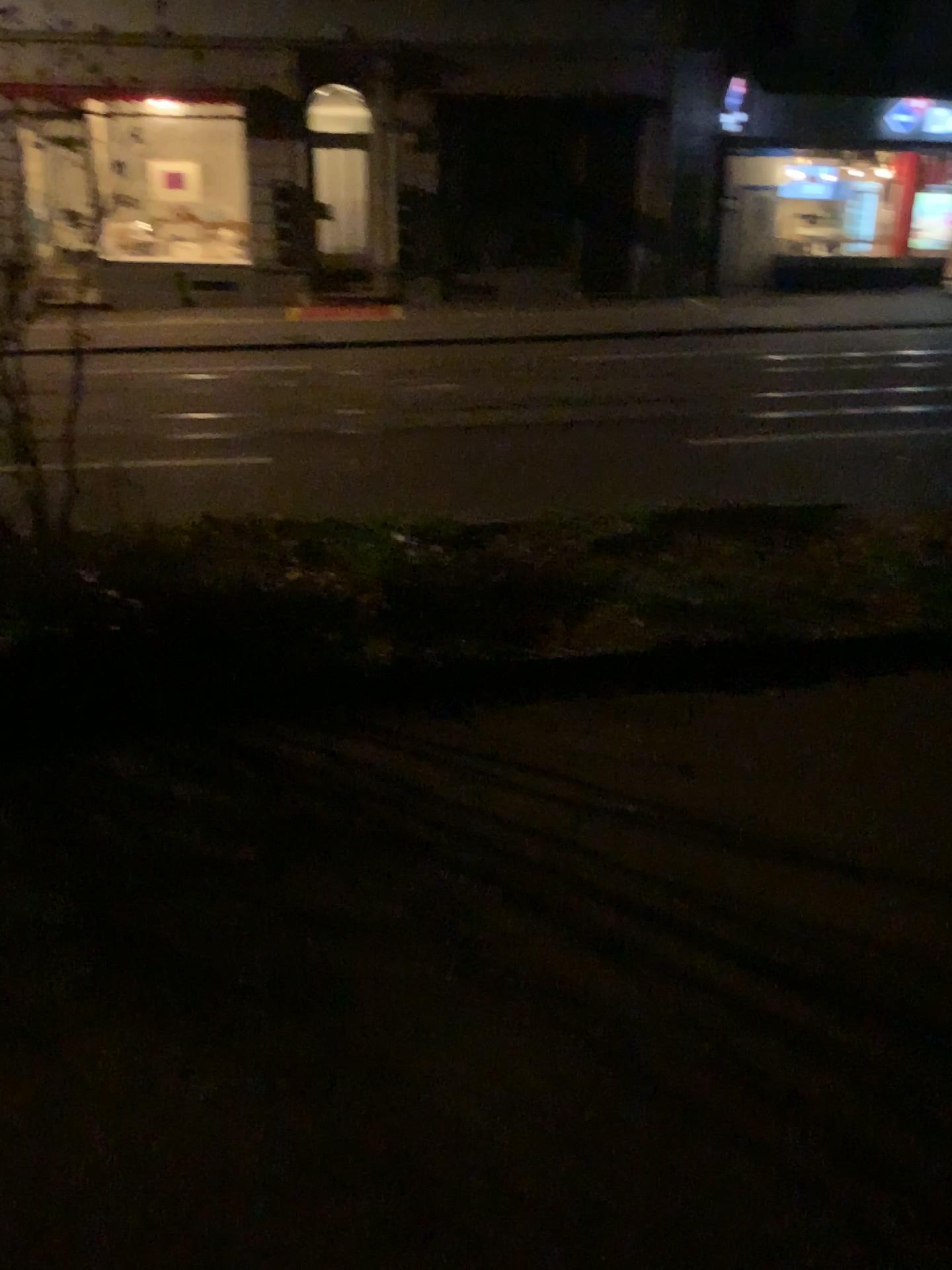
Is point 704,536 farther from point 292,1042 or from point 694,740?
point 292,1042
